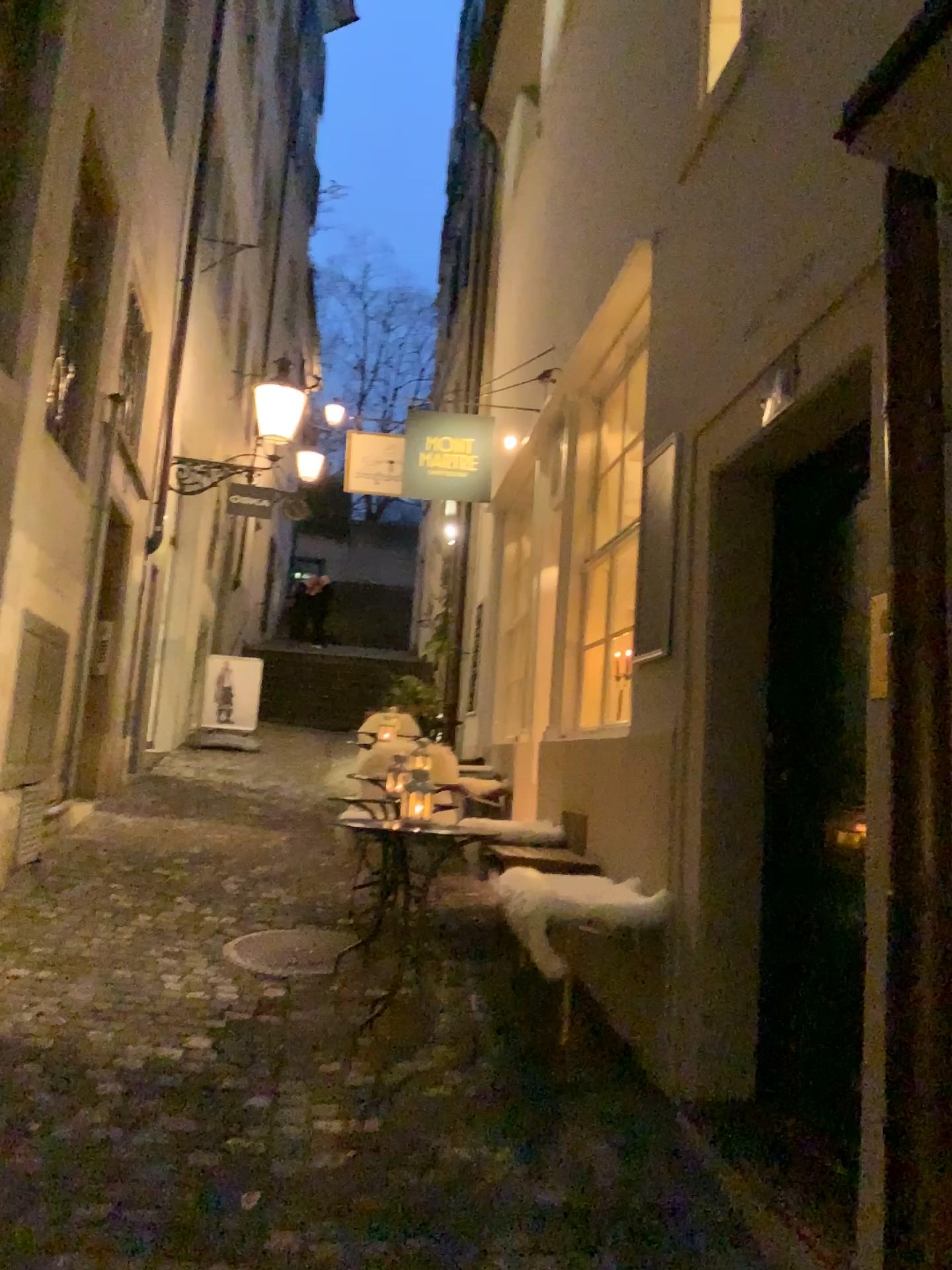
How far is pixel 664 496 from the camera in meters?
3.7

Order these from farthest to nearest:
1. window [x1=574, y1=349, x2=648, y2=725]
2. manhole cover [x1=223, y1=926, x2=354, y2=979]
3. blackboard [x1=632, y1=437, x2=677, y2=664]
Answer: manhole cover [x1=223, y1=926, x2=354, y2=979] → window [x1=574, y1=349, x2=648, y2=725] → blackboard [x1=632, y1=437, x2=677, y2=664]

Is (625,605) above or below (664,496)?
below

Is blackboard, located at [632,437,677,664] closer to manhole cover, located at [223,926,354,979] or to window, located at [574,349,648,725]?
window, located at [574,349,648,725]

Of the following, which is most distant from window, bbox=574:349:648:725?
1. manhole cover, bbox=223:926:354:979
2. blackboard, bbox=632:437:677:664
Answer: manhole cover, bbox=223:926:354:979

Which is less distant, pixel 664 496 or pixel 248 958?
pixel 664 496

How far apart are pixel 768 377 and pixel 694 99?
1.45m

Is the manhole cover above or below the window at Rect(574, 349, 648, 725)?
below

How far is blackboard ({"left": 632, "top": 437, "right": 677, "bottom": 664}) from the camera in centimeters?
367cm

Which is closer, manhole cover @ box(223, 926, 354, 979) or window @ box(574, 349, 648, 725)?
window @ box(574, 349, 648, 725)
